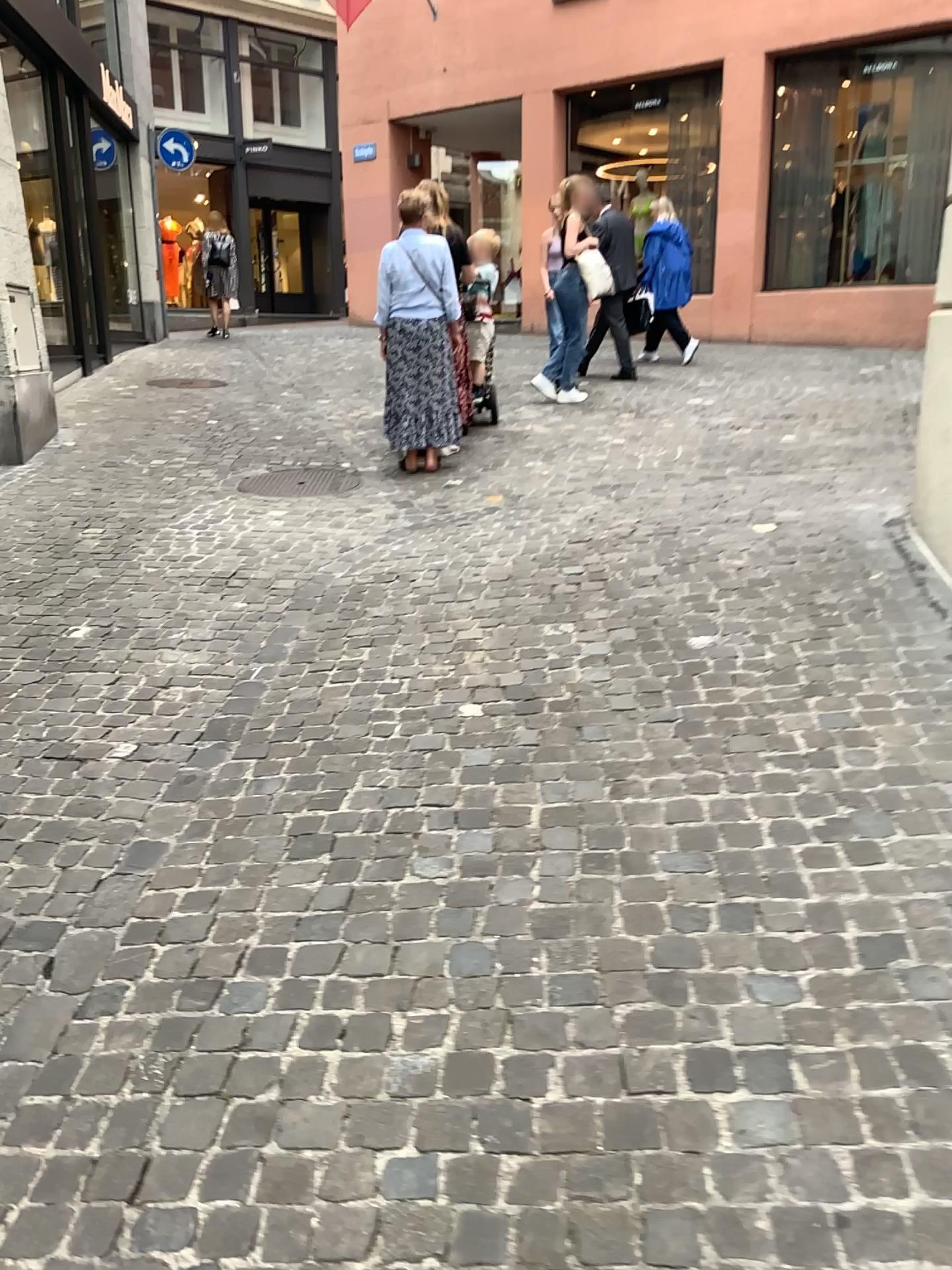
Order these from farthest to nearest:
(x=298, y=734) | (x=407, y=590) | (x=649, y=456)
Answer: (x=649, y=456), (x=407, y=590), (x=298, y=734)
